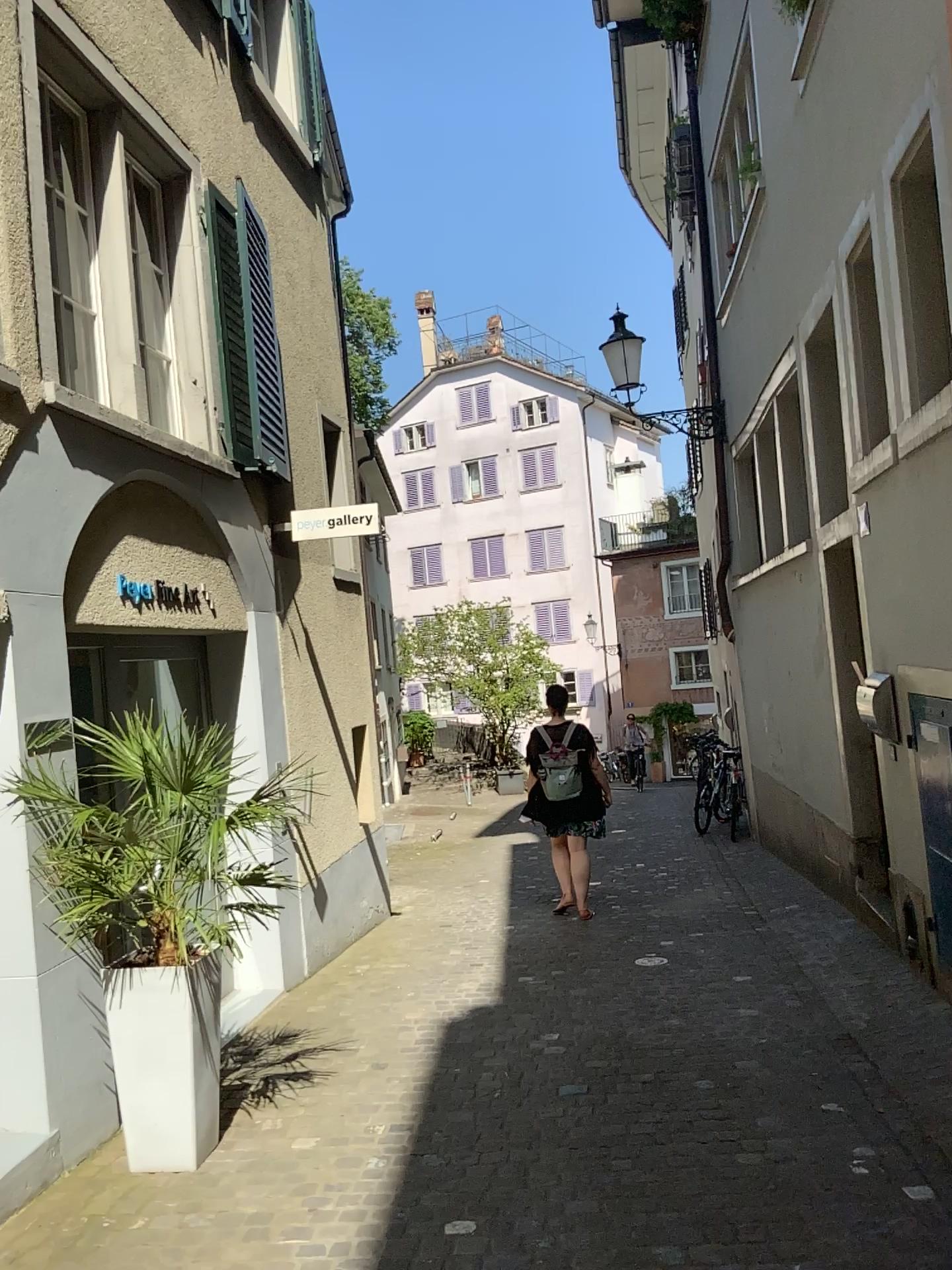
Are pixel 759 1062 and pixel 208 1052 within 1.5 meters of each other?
no

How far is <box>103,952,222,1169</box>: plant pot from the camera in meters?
3.6 m

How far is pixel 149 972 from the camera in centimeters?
362cm
